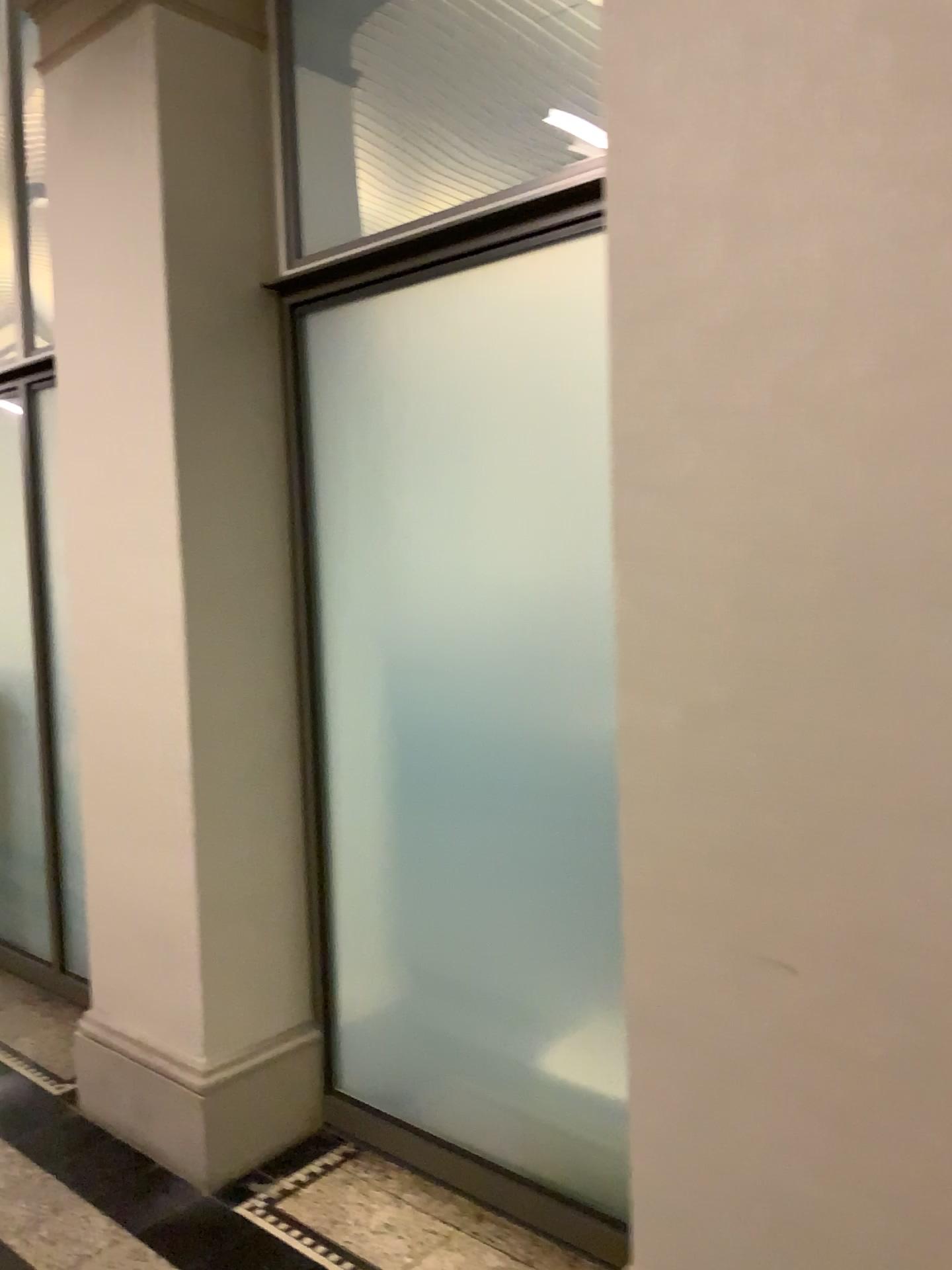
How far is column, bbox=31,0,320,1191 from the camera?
2.5m

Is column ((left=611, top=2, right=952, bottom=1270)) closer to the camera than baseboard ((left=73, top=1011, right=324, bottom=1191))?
Yes

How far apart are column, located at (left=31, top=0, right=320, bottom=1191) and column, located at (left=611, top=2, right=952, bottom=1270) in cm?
120

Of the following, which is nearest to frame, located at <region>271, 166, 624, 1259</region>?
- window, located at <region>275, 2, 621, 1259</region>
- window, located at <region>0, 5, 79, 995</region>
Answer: window, located at <region>275, 2, 621, 1259</region>

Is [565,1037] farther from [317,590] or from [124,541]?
[124,541]

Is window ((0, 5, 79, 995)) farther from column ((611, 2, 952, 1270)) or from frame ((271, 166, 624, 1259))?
column ((611, 2, 952, 1270))

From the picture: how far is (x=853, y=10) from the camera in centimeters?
137cm

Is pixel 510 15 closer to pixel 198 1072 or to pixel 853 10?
pixel 853 10

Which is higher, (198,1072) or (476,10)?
(476,10)

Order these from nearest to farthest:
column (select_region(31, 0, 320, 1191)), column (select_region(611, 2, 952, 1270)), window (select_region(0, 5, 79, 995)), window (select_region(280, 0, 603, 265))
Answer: column (select_region(611, 2, 952, 1270))
window (select_region(280, 0, 603, 265))
column (select_region(31, 0, 320, 1191))
window (select_region(0, 5, 79, 995))
